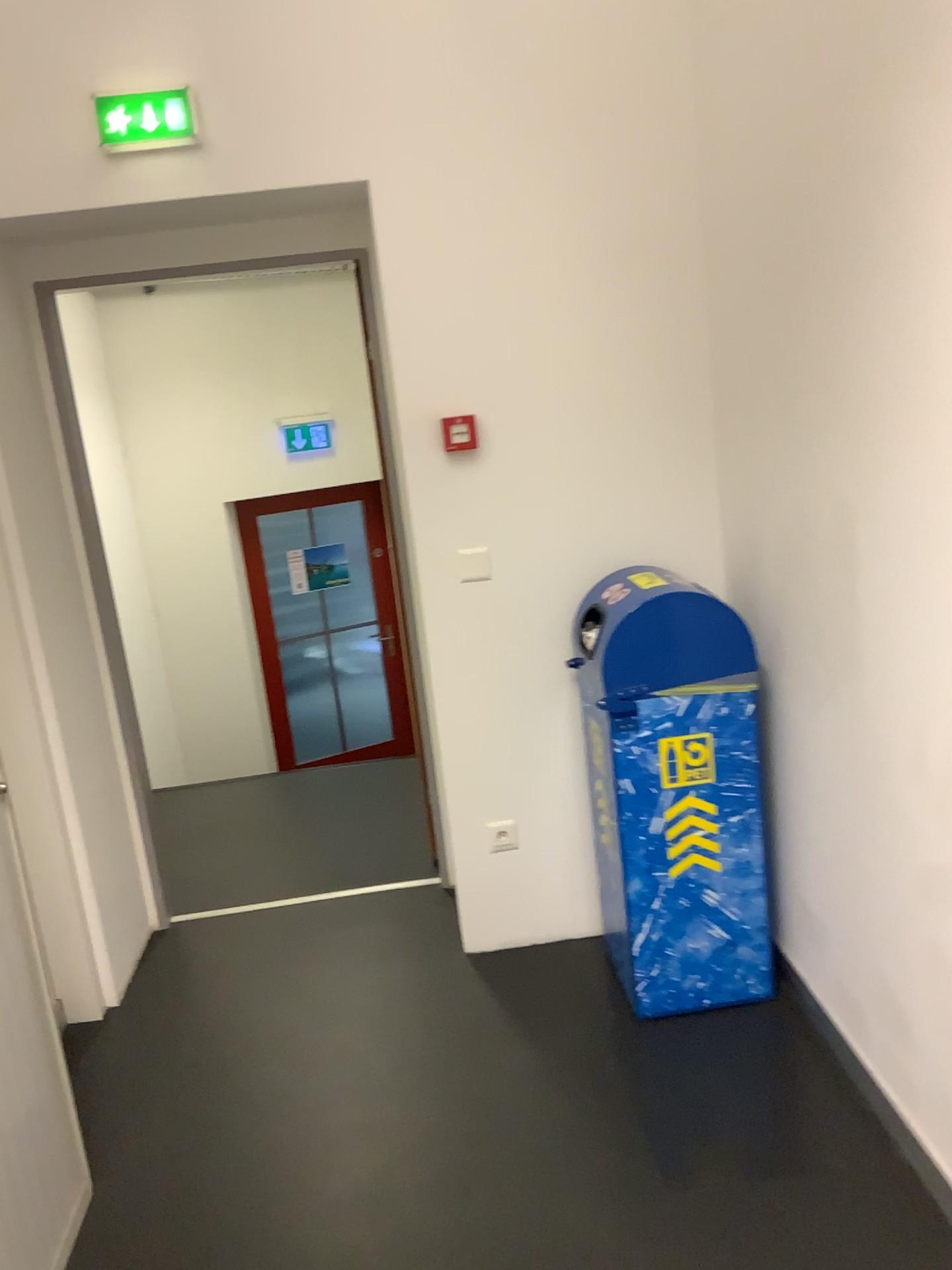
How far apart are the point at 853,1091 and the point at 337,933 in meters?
1.6

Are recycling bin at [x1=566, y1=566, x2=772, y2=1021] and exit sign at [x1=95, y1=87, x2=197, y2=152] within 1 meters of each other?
no

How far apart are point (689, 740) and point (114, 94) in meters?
2.0 m

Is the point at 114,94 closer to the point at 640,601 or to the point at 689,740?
the point at 640,601

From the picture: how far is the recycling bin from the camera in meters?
2.5 m

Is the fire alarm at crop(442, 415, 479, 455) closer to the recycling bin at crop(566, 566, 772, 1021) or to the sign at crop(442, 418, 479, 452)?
the sign at crop(442, 418, 479, 452)

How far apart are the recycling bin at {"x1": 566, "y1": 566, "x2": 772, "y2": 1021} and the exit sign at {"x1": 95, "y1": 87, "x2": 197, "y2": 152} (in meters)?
1.49

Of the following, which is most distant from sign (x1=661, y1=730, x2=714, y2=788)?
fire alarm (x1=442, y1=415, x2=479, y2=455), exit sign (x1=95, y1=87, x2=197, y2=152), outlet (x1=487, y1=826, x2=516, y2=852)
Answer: exit sign (x1=95, y1=87, x2=197, y2=152)

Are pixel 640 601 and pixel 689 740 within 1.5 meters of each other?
yes

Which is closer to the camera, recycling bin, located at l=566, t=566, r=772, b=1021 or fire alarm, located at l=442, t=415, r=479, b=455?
recycling bin, located at l=566, t=566, r=772, b=1021
